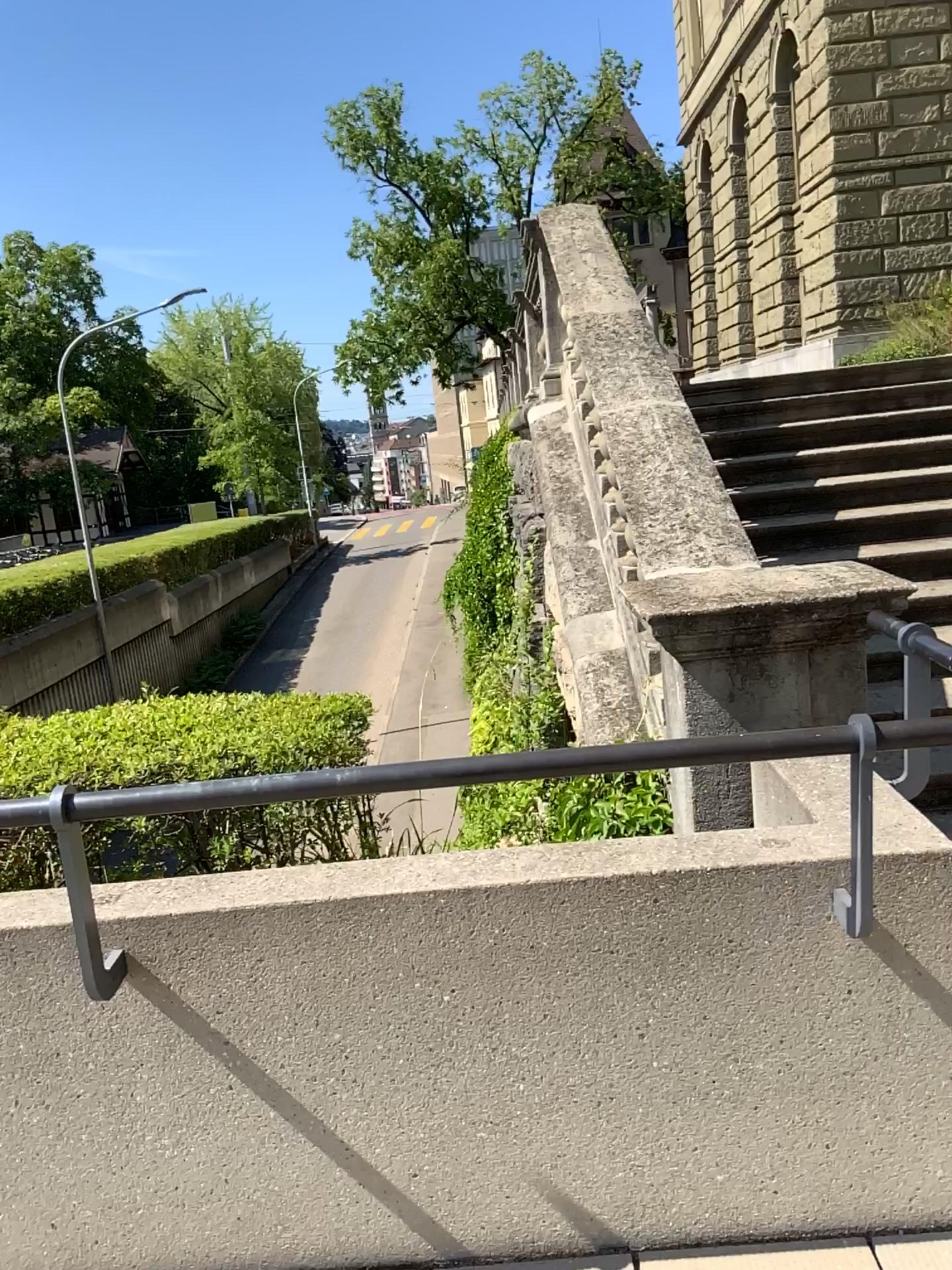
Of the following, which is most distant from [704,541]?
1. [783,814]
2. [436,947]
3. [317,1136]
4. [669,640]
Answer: [317,1136]
